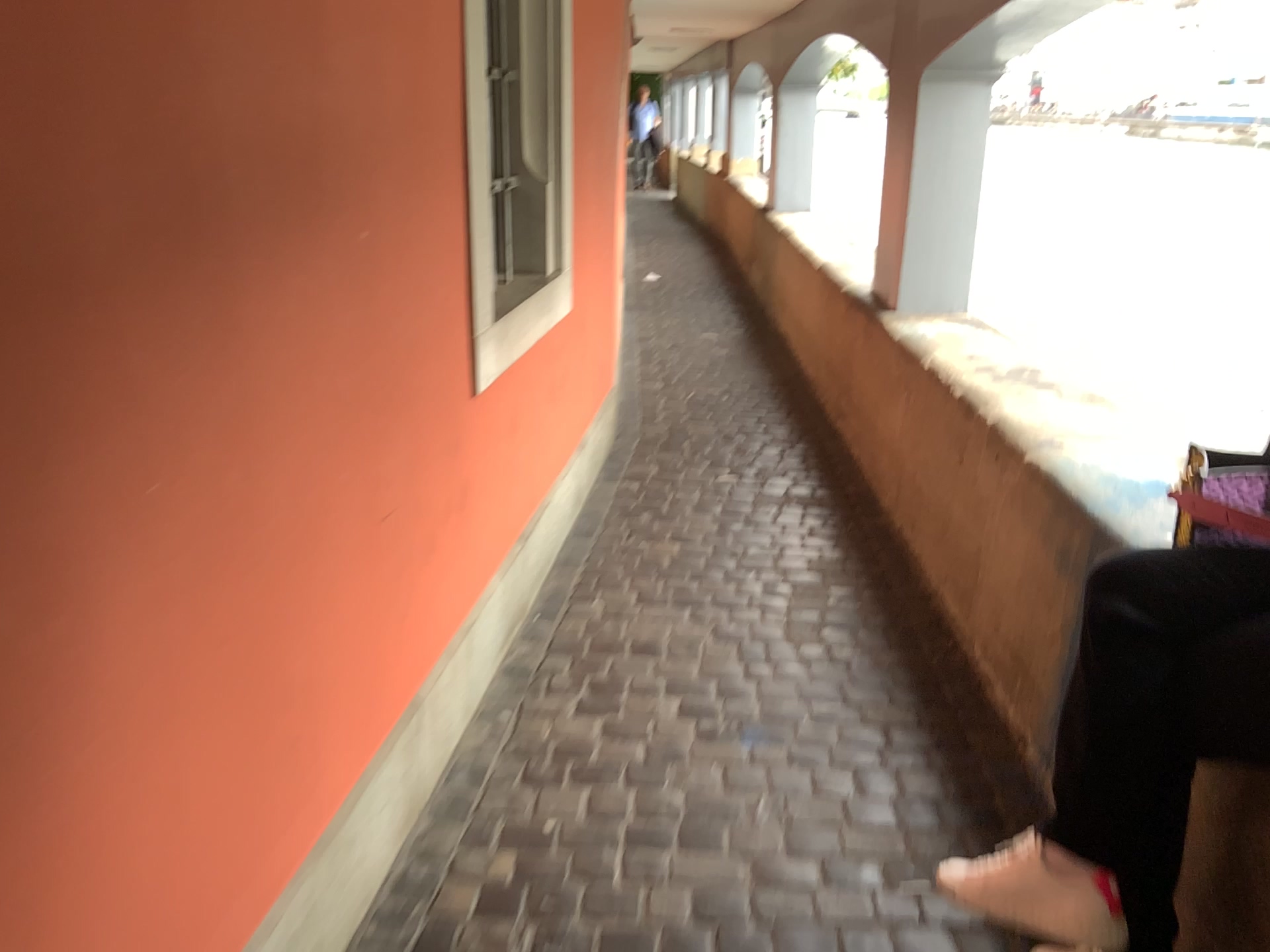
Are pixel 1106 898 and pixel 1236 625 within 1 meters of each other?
yes

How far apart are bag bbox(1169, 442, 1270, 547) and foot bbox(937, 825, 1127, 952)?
0.51m

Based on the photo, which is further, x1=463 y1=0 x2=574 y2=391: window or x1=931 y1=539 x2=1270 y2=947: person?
x1=463 y1=0 x2=574 y2=391: window

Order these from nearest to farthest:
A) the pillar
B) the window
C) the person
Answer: the person → the window → the pillar

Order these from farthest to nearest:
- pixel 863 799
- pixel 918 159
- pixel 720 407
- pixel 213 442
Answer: pixel 720 407 < pixel 918 159 < pixel 863 799 < pixel 213 442

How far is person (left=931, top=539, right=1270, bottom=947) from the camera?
A: 1.4 meters

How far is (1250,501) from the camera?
1.52m

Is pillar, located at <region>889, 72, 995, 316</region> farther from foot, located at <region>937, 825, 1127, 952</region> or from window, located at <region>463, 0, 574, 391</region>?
foot, located at <region>937, 825, 1127, 952</region>

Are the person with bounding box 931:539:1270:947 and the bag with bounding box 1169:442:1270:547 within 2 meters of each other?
yes

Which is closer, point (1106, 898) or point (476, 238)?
point (1106, 898)
